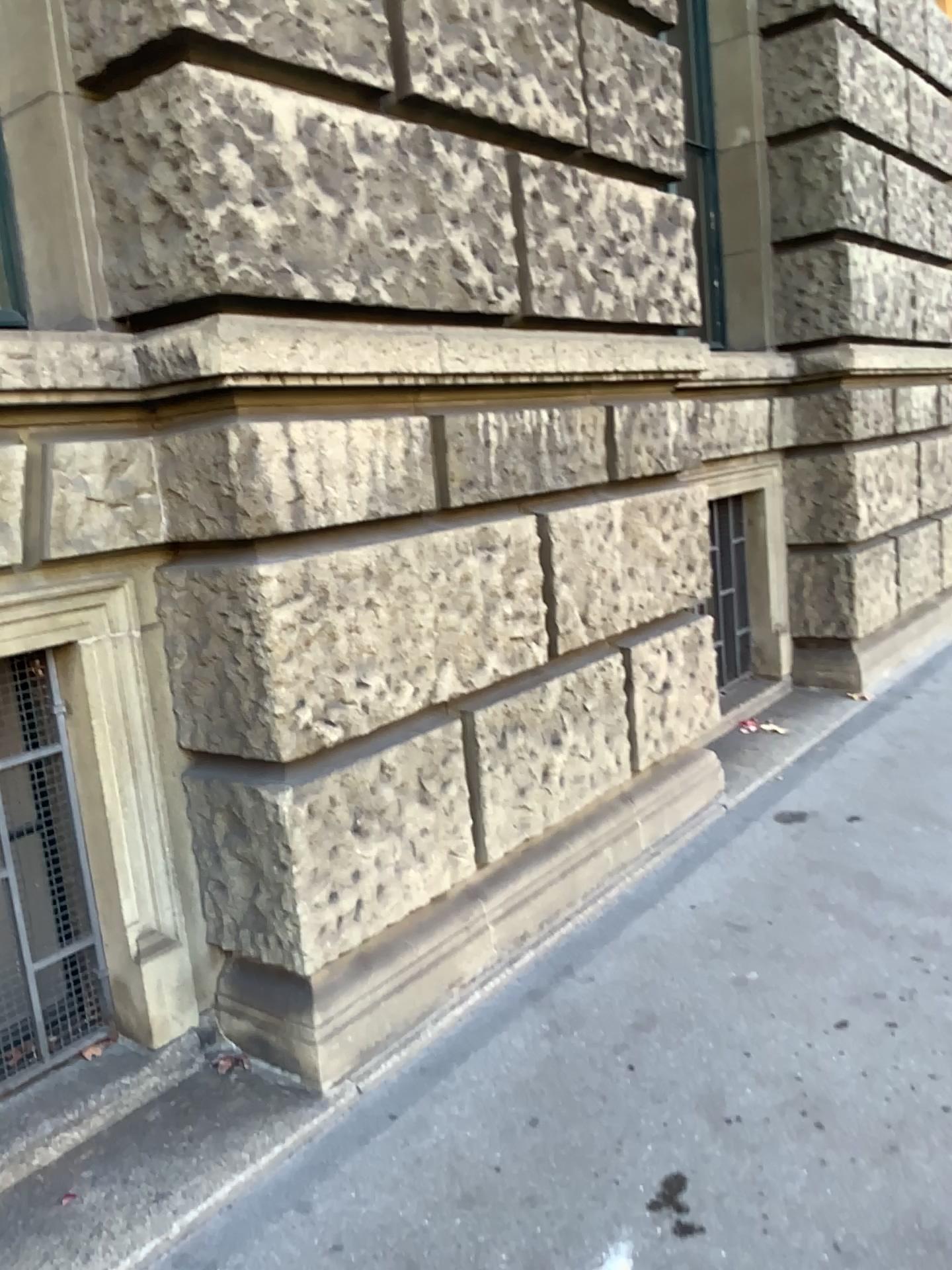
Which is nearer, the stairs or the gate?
the stairs

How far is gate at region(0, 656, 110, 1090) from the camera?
2.4m

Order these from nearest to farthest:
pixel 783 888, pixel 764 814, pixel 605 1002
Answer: pixel 605 1002, pixel 783 888, pixel 764 814

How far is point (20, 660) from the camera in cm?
237

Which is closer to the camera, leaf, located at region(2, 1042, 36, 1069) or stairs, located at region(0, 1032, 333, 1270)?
stairs, located at region(0, 1032, 333, 1270)

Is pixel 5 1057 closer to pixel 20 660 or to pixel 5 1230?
pixel 5 1230

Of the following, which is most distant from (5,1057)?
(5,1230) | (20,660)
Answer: (20,660)
